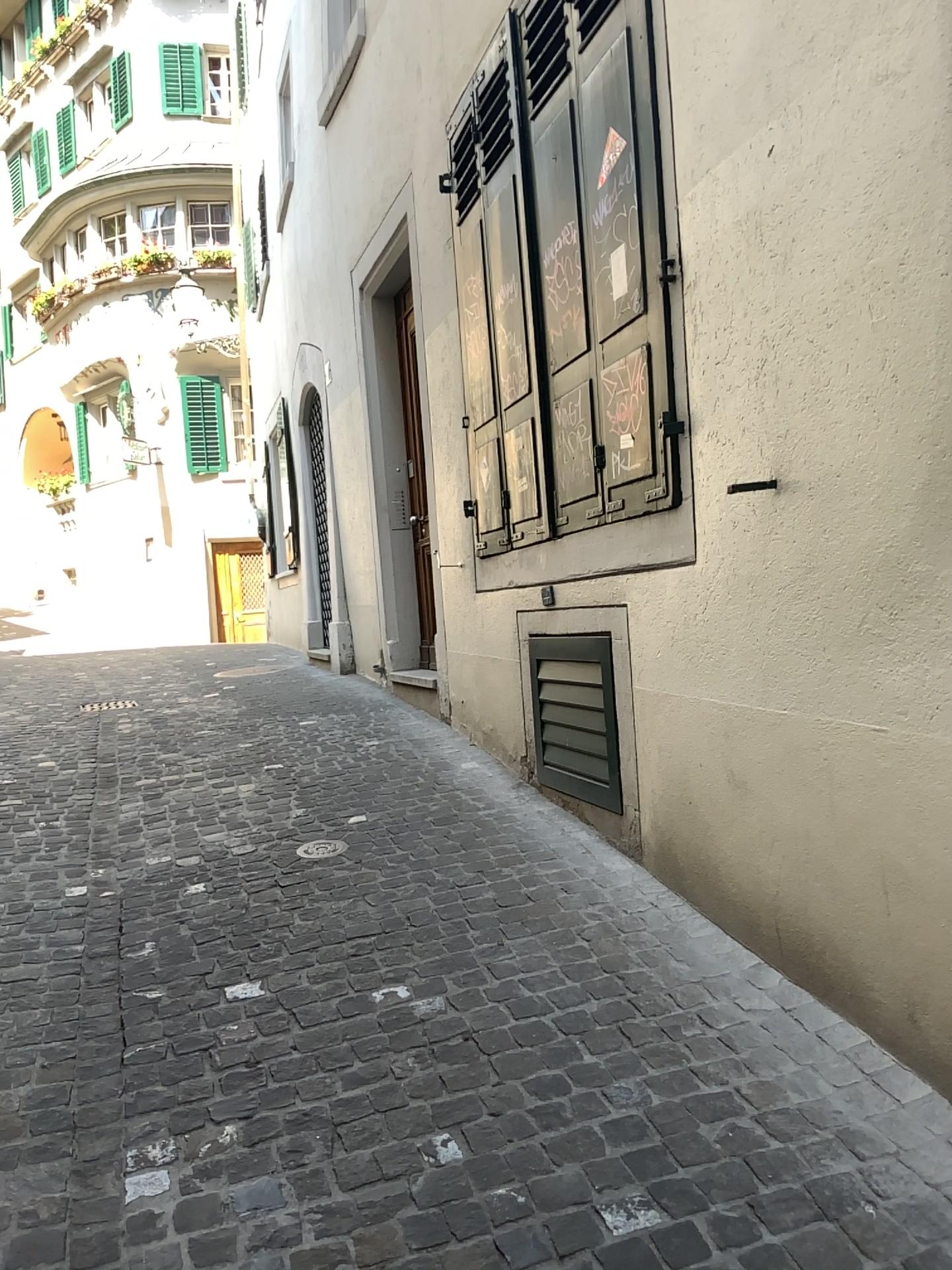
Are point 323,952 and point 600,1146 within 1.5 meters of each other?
yes
